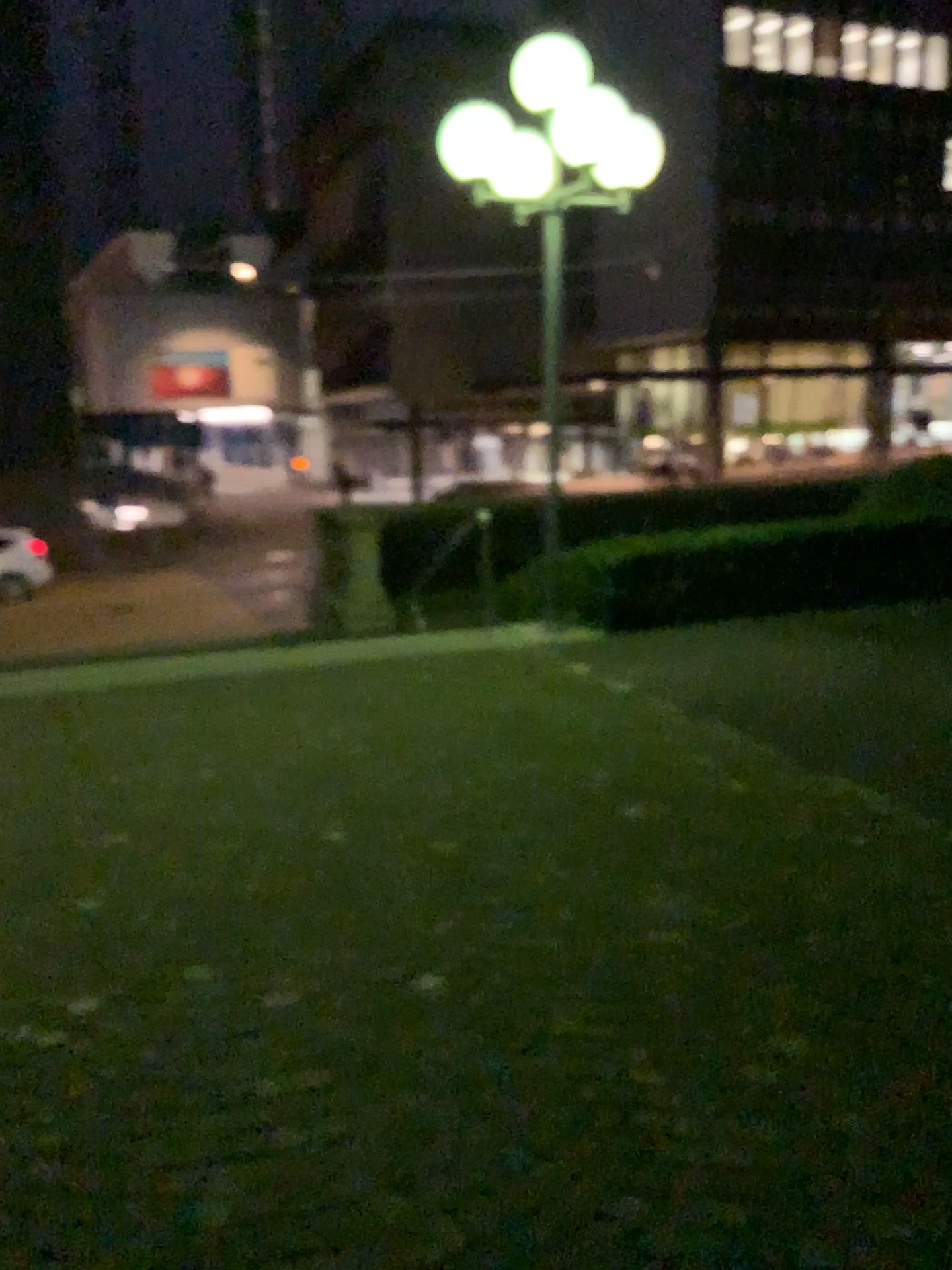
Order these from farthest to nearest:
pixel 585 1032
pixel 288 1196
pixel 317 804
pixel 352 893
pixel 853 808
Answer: pixel 317 804 < pixel 853 808 < pixel 352 893 < pixel 585 1032 < pixel 288 1196
